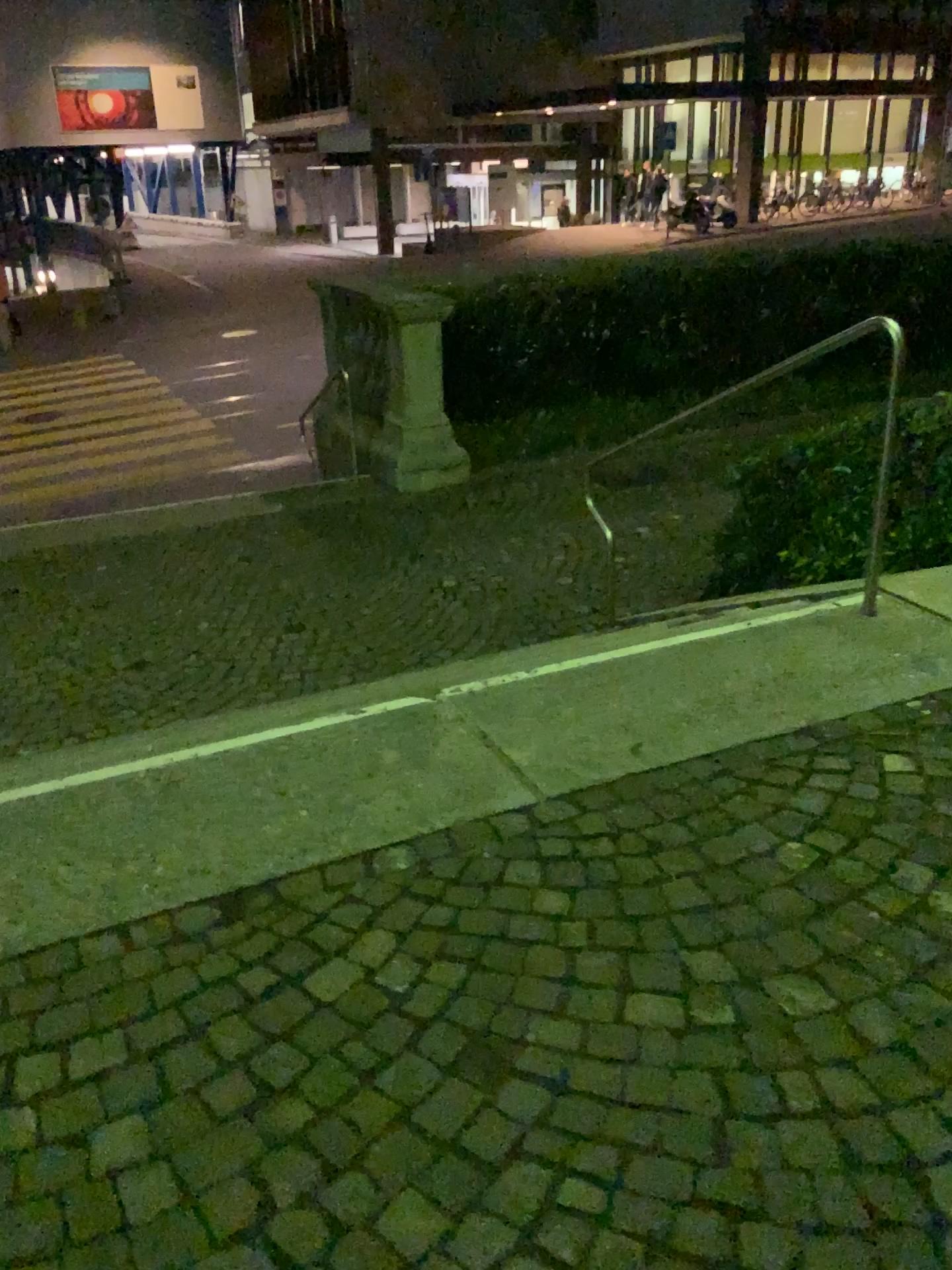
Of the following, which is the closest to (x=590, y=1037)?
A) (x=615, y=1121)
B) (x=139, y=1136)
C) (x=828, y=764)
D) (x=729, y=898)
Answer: (x=615, y=1121)
